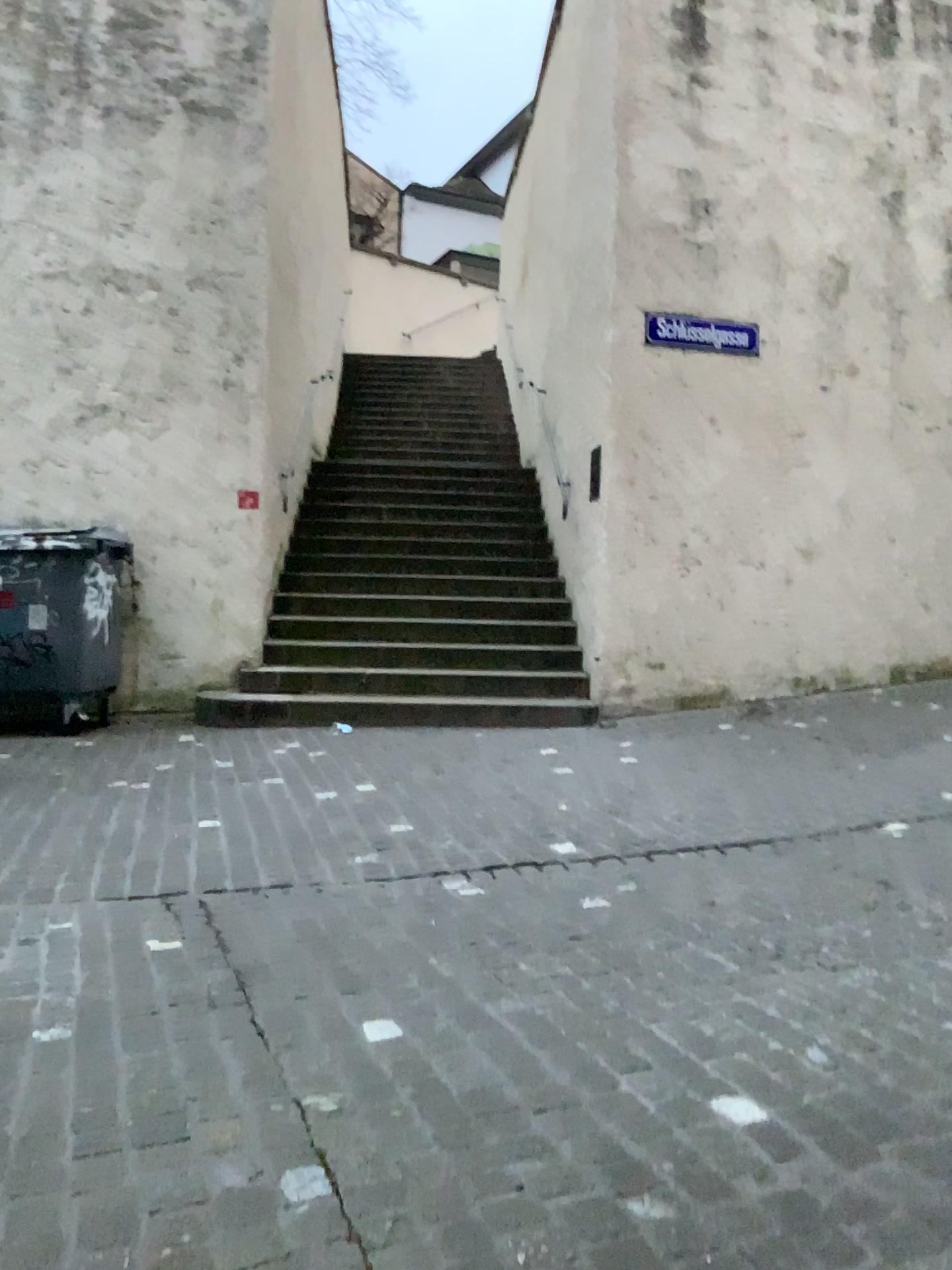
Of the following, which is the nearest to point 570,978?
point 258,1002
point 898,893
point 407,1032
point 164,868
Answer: point 407,1032
